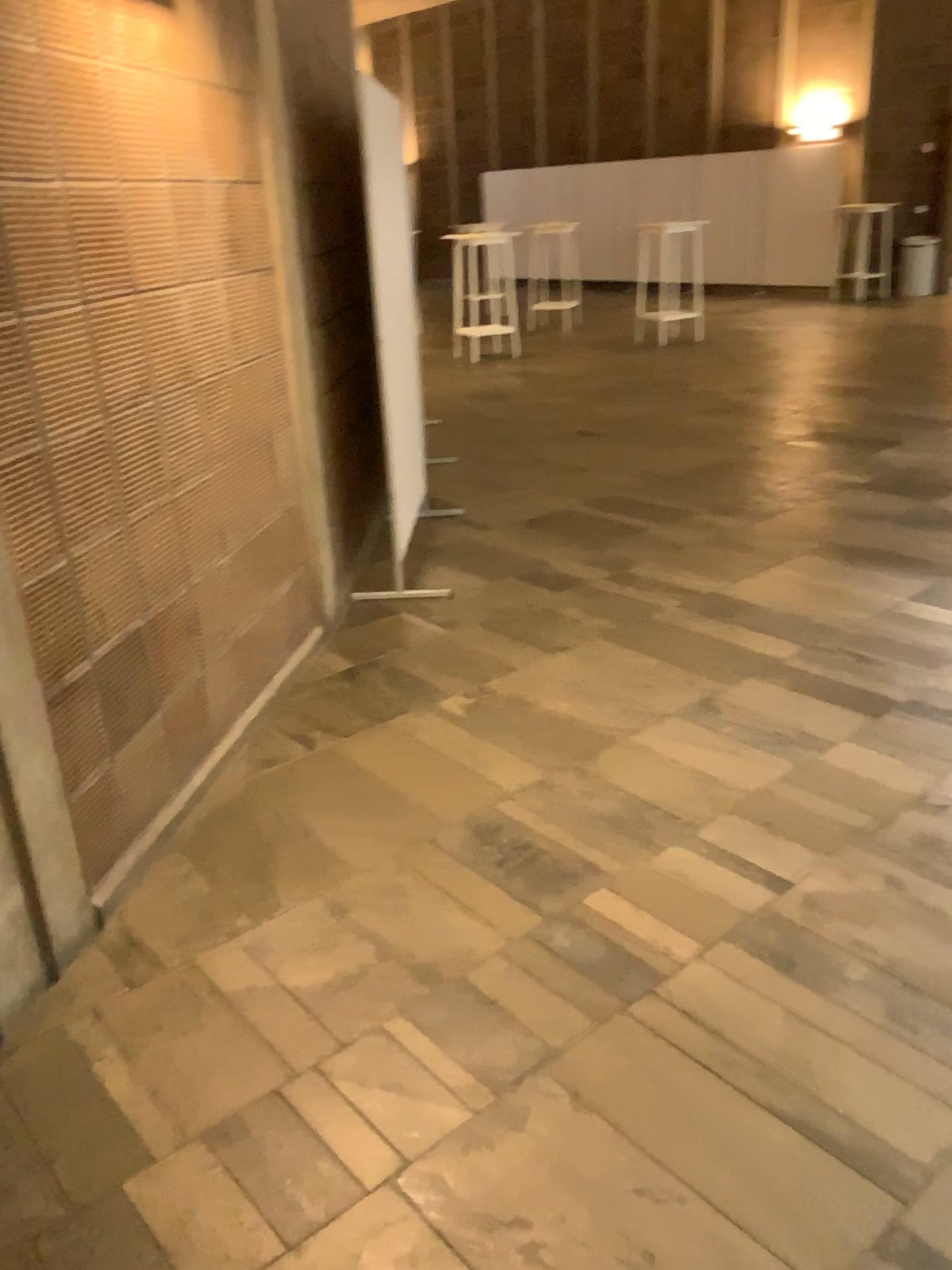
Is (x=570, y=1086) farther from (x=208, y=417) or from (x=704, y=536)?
(x=704, y=536)
